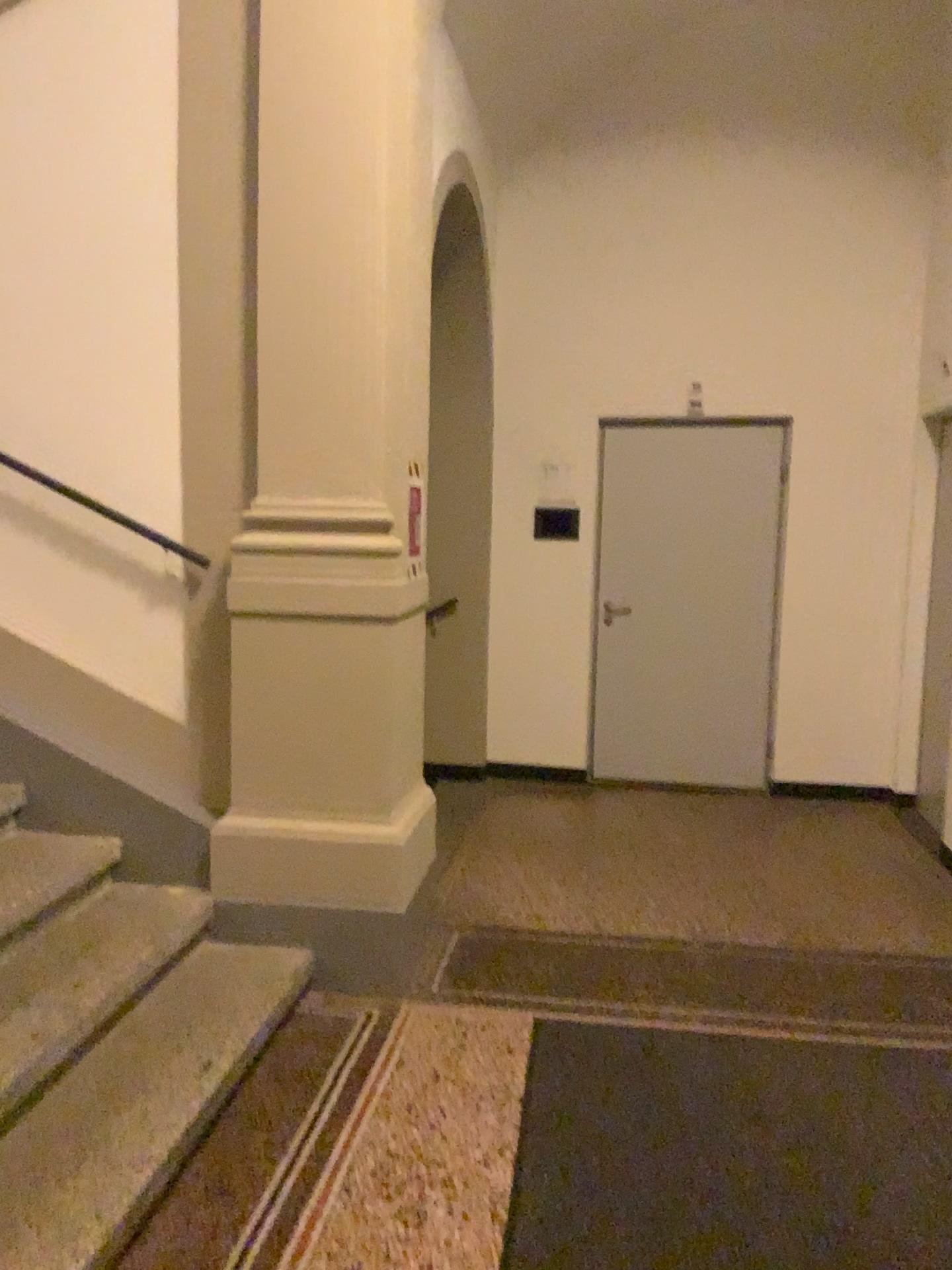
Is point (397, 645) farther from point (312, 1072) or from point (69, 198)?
point (69, 198)

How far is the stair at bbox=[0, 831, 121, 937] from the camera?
2.8 meters

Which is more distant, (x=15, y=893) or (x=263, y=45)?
(x=263, y=45)

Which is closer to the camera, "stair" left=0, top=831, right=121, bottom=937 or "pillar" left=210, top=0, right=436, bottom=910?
"stair" left=0, top=831, right=121, bottom=937

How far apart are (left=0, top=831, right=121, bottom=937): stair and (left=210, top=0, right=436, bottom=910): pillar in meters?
0.3

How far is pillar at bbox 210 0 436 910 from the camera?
3.1m

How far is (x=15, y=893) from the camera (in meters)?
2.84

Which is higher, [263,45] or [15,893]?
[263,45]
